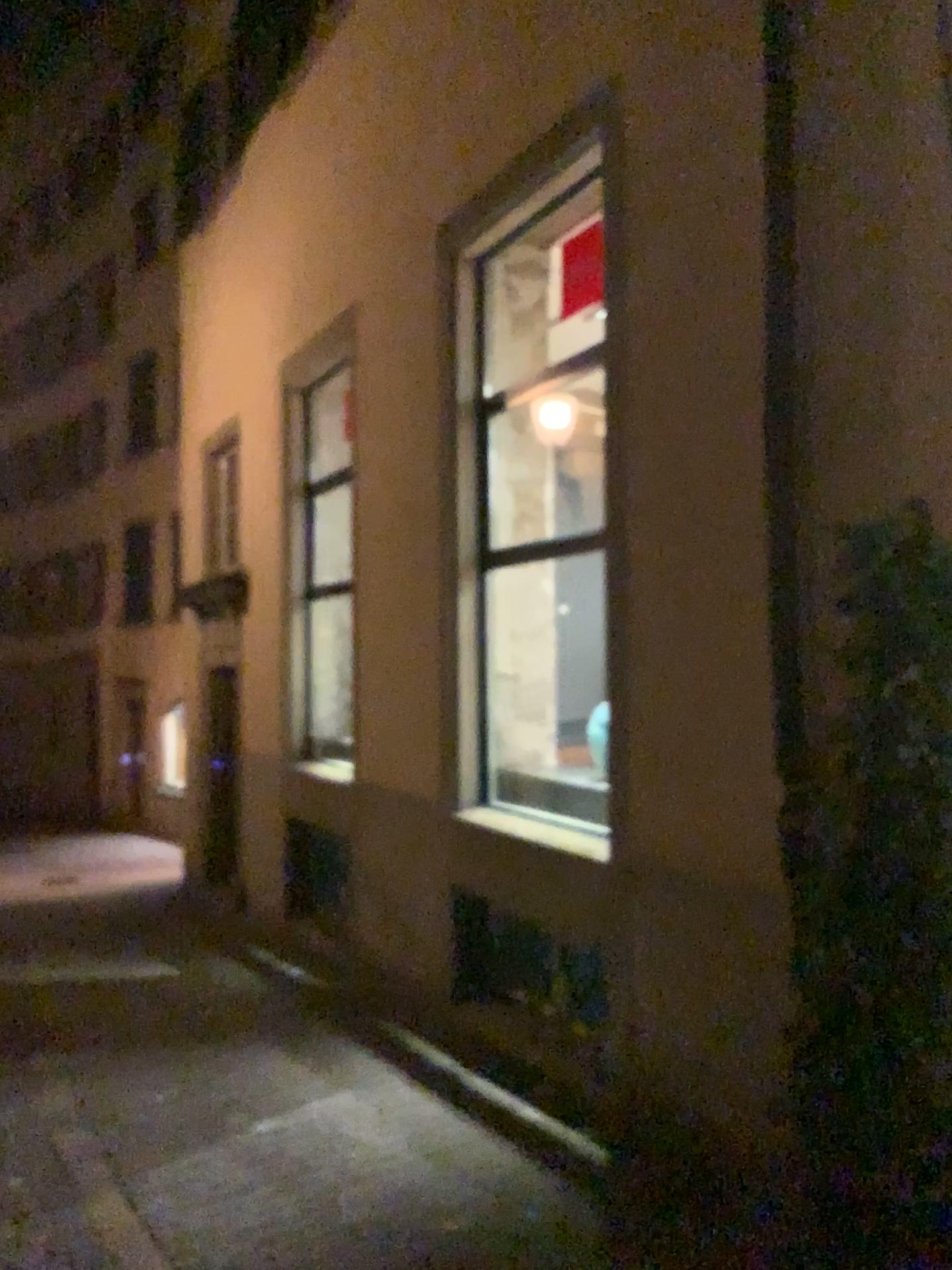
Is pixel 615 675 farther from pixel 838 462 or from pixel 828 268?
pixel 828 268
